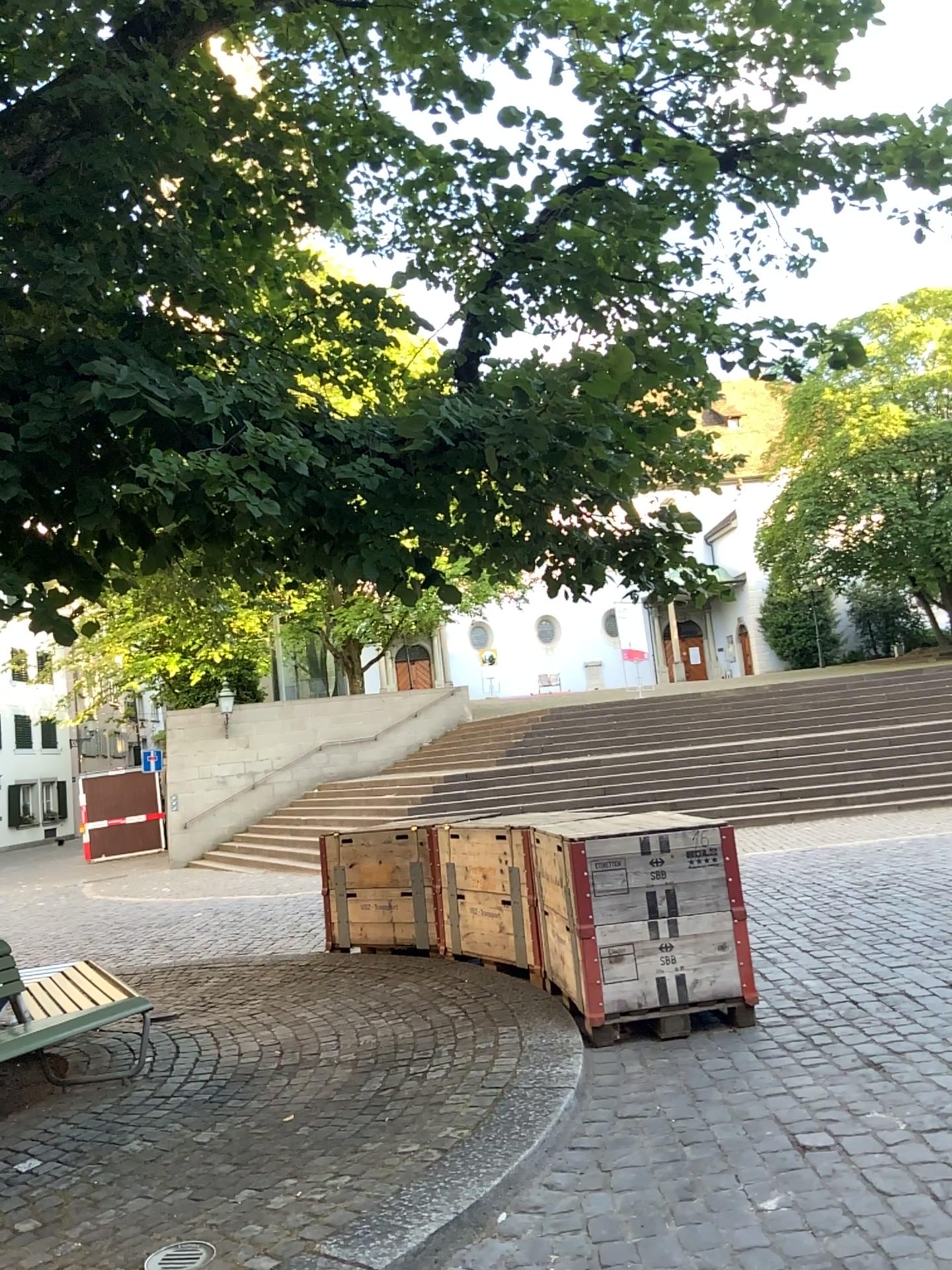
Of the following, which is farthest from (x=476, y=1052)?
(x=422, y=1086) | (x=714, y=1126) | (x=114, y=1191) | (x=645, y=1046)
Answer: (x=114, y=1191)
